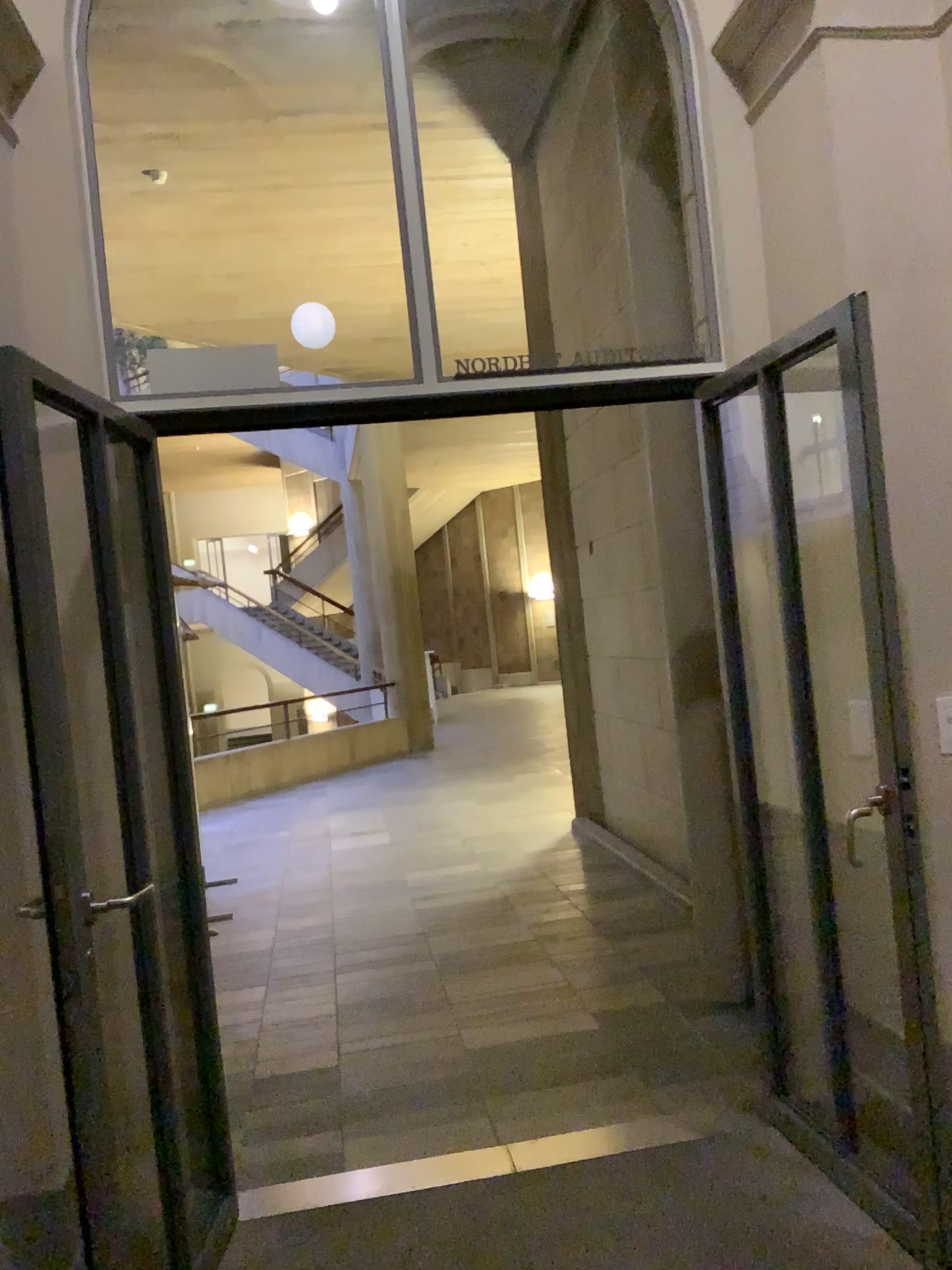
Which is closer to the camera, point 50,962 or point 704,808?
point 50,962
